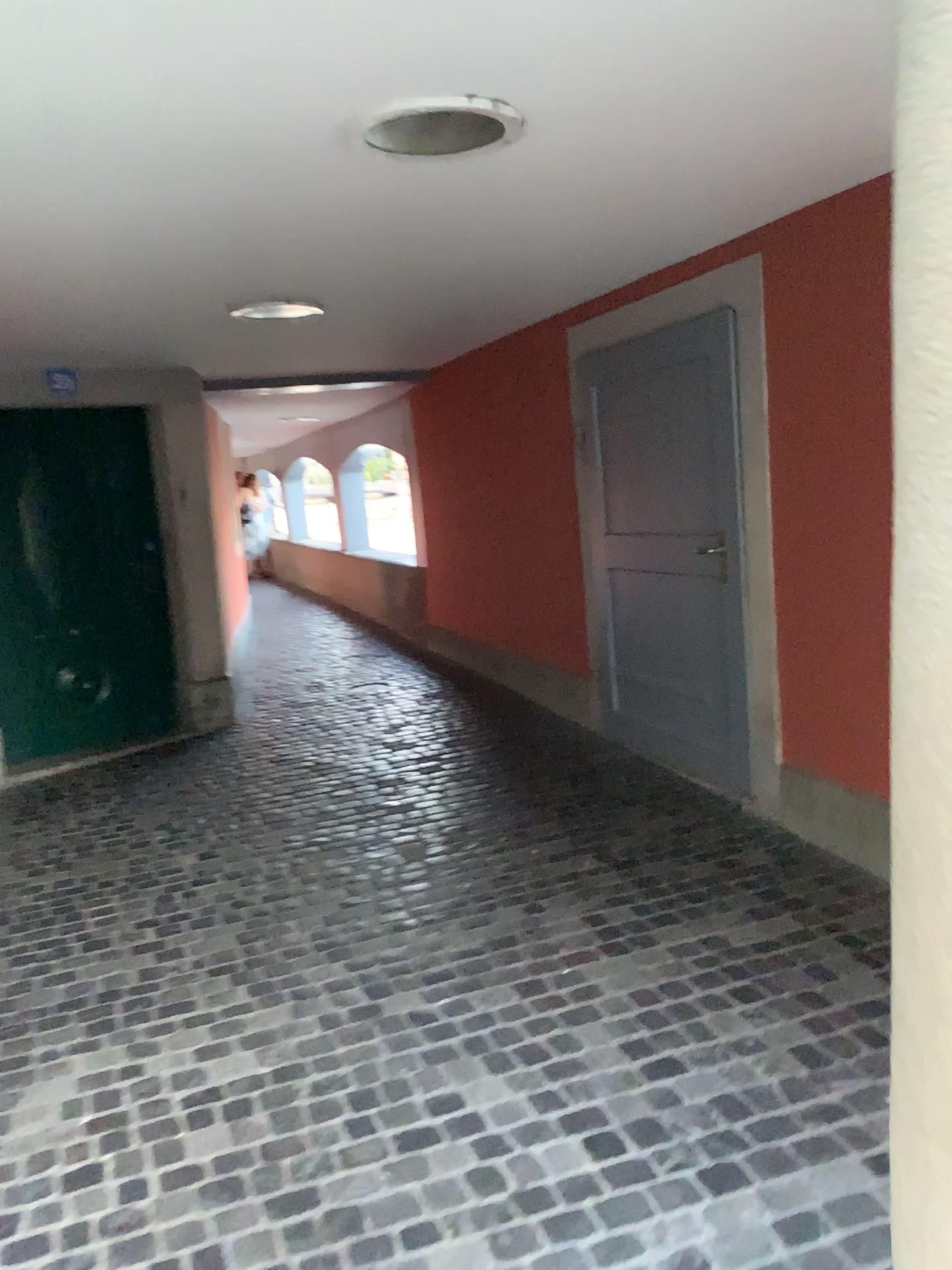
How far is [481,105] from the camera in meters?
2.2

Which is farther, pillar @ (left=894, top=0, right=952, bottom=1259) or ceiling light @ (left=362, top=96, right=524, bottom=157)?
ceiling light @ (left=362, top=96, right=524, bottom=157)

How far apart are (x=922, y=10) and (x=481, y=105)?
1.56m

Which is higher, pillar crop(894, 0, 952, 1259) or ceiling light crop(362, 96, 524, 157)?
ceiling light crop(362, 96, 524, 157)

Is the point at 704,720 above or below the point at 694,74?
below

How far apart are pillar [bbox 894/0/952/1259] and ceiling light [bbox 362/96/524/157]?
1.51m

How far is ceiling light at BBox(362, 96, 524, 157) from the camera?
2.17m

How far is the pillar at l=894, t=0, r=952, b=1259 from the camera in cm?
78

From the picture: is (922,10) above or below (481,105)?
below
